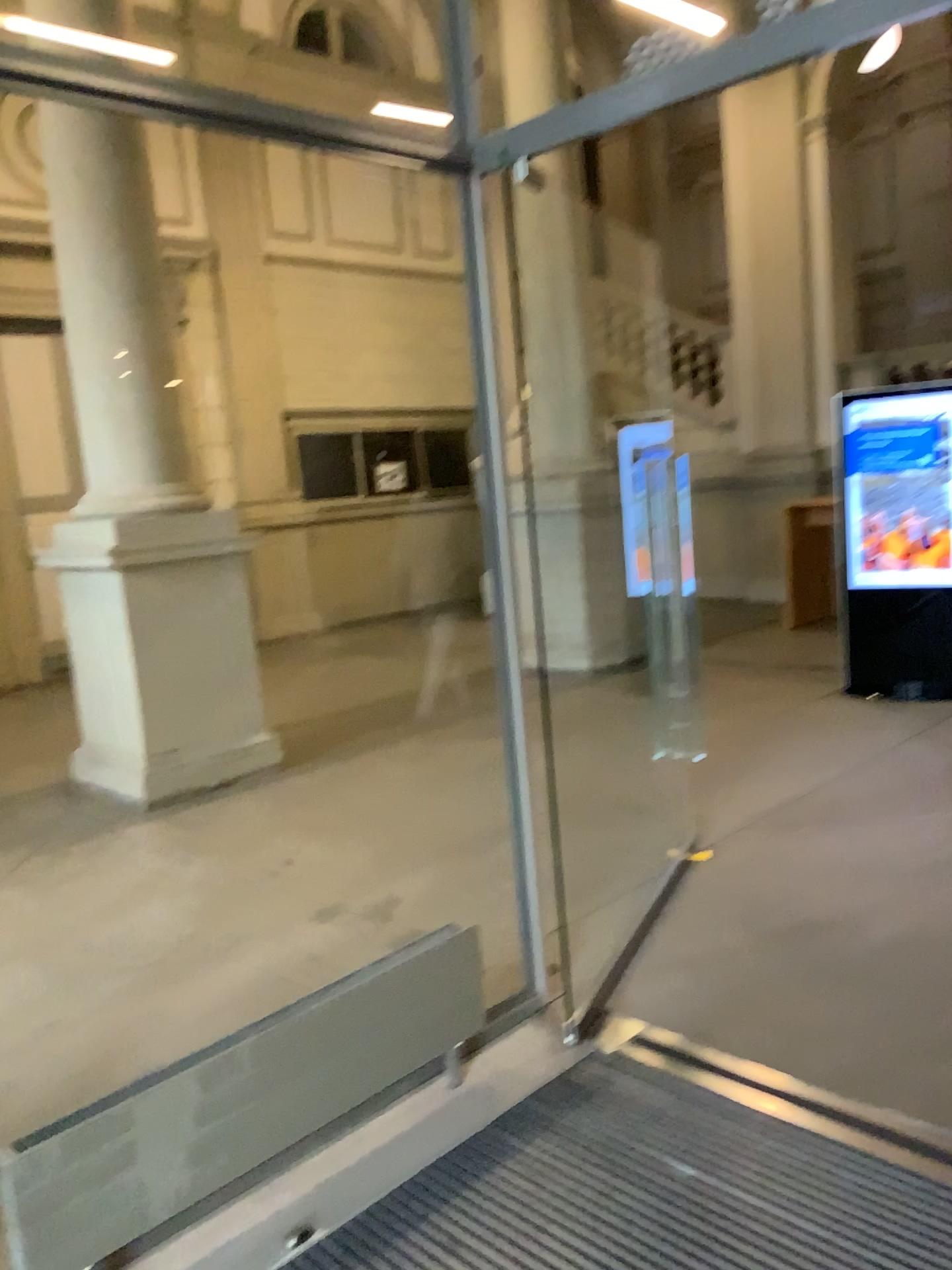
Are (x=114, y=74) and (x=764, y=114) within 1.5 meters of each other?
no
